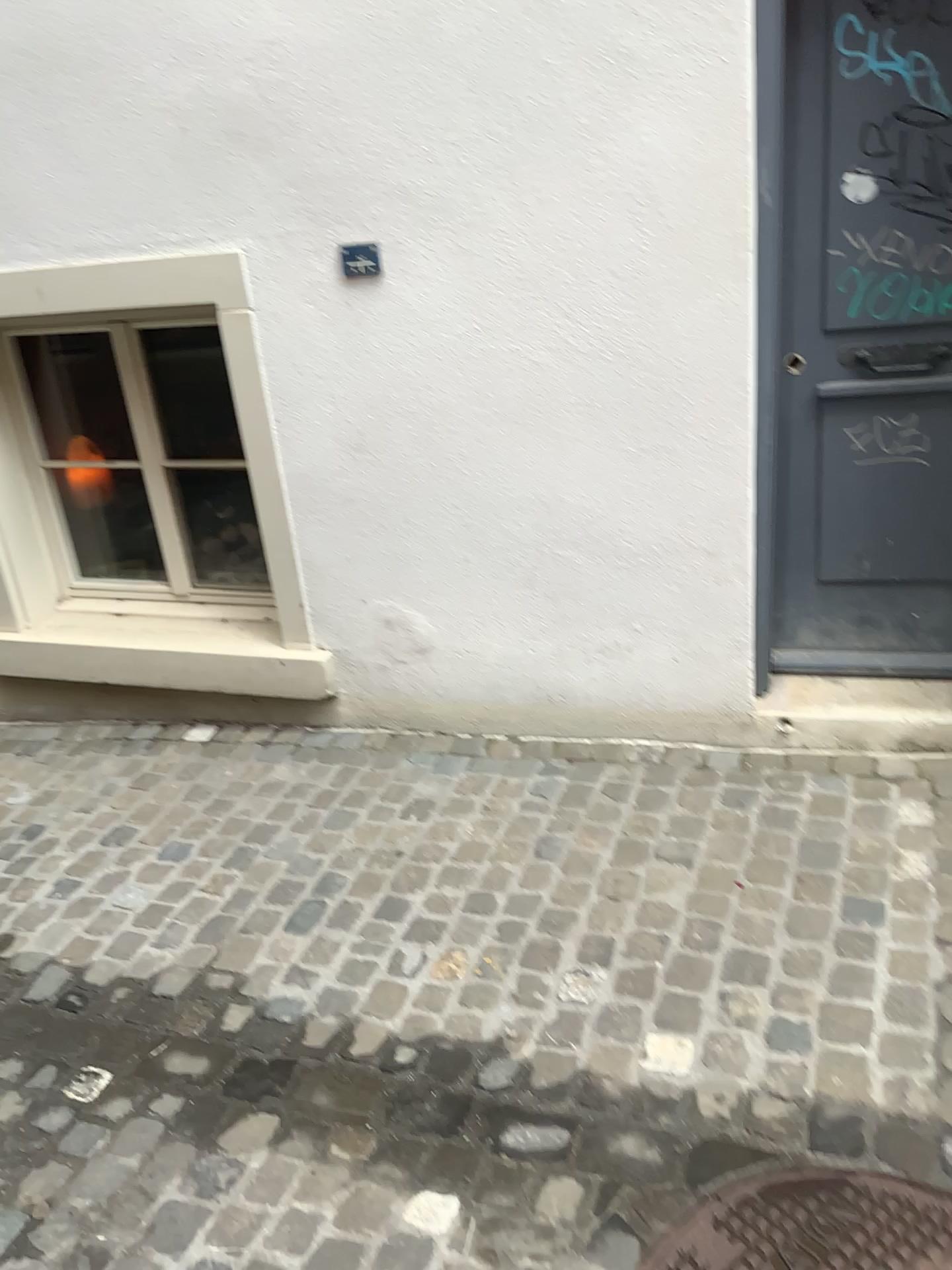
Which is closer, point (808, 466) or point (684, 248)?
point (684, 248)

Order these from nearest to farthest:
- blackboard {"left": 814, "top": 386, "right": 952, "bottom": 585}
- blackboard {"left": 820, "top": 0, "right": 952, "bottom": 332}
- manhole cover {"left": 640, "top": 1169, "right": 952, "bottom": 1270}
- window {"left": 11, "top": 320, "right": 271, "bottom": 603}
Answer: manhole cover {"left": 640, "top": 1169, "right": 952, "bottom": 1270} → blackboard {"left": 820, "top": 0, "right": 952, "bottom": 332} → blackboard {"left": 814, "top": 386, "right": 952, "bottom": 585} → window {"left": 11, "top": 320, "right": 271, "bottom": 603}

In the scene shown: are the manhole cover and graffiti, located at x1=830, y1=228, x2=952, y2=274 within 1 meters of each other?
no

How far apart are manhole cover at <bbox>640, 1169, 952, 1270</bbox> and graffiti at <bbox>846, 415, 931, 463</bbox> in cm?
167

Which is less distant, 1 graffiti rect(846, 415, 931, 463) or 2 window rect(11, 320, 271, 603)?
1 graffiti rect(846, 415, 931, 463)

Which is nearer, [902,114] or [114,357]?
[902,114]

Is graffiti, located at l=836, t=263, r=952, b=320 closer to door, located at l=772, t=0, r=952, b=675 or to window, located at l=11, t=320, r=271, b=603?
door, located at l=772, t=0, r=952, b=675

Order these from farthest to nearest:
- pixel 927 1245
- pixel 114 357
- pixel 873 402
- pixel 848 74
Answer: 1. pixel 114 357
2. pixel 873 402
3. pixel 848 74
4. pixel 927 1245

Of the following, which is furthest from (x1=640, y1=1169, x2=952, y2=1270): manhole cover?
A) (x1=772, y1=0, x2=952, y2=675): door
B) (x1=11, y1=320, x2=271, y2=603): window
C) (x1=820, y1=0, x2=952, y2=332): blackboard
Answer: (x1=11, y1=320, x2=271, y2=603): window

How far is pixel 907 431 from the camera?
2.64m
